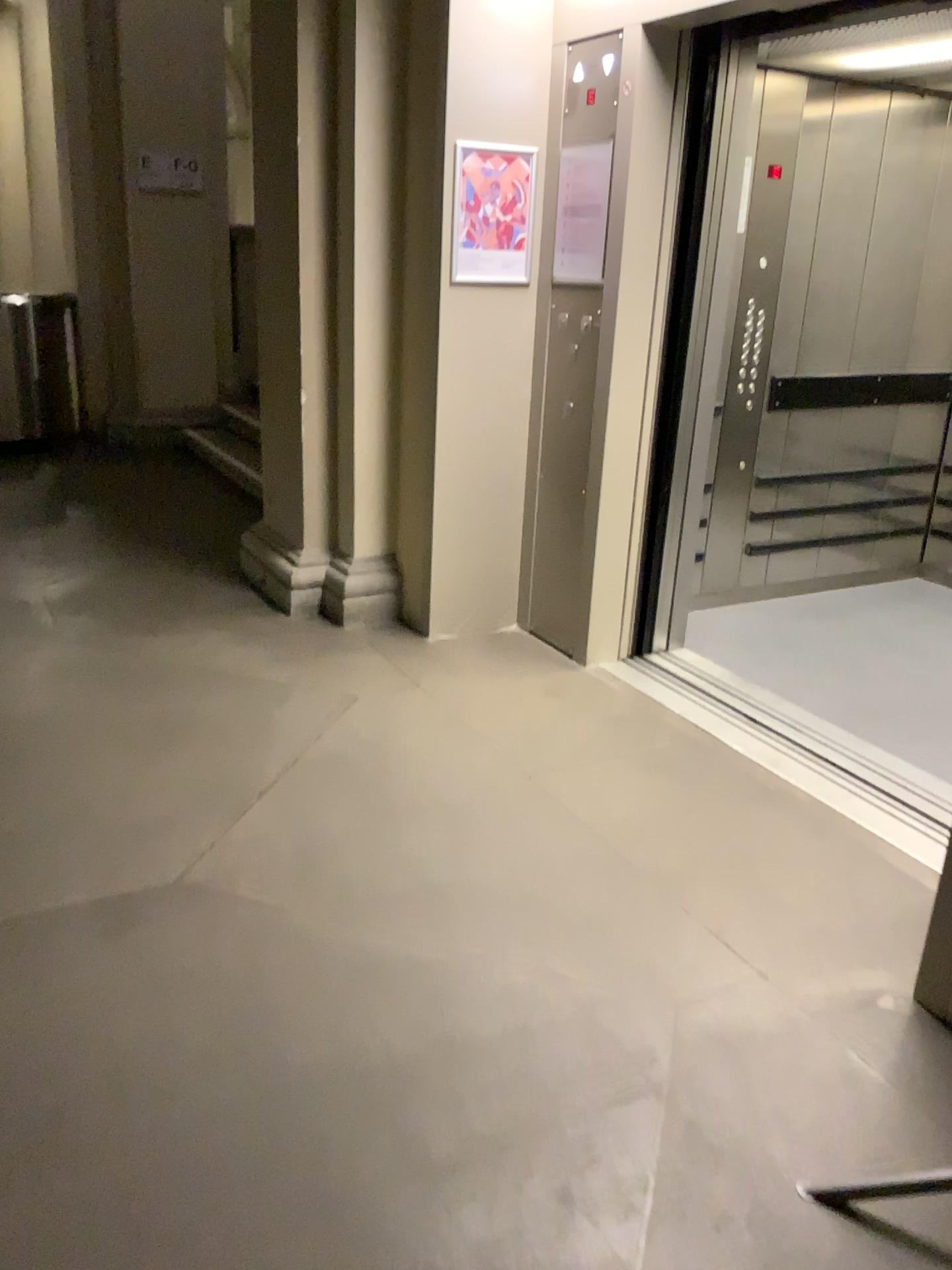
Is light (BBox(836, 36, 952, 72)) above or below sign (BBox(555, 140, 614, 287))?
above

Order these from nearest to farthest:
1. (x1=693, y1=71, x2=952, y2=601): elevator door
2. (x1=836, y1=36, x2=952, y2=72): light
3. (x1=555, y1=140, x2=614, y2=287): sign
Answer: (x1=836, y1=36, x2=952, y2=72): light
(x1=555, y1=140, x2=614, y2=287): sign
(x1=693, y1=71, x2=952, y2=601): elevator door

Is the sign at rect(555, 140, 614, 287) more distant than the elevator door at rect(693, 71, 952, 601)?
No

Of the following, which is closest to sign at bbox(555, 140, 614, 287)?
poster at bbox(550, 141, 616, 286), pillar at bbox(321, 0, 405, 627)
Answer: poster at bbox(550, 141, 616, 286)

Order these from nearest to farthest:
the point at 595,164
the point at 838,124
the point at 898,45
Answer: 1. the point at 898,45
2. the point at 595,164
3. the point at 838,124

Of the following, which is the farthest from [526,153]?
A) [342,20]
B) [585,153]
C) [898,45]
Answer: [898,45]

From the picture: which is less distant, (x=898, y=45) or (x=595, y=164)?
(x=898, y=45)

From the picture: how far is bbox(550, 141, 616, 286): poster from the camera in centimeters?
362cm

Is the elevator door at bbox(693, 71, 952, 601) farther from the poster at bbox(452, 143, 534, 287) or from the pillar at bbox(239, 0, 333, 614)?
the pillar at bbox(239, 0, 333, 614)

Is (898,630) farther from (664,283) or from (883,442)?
(664,283)
